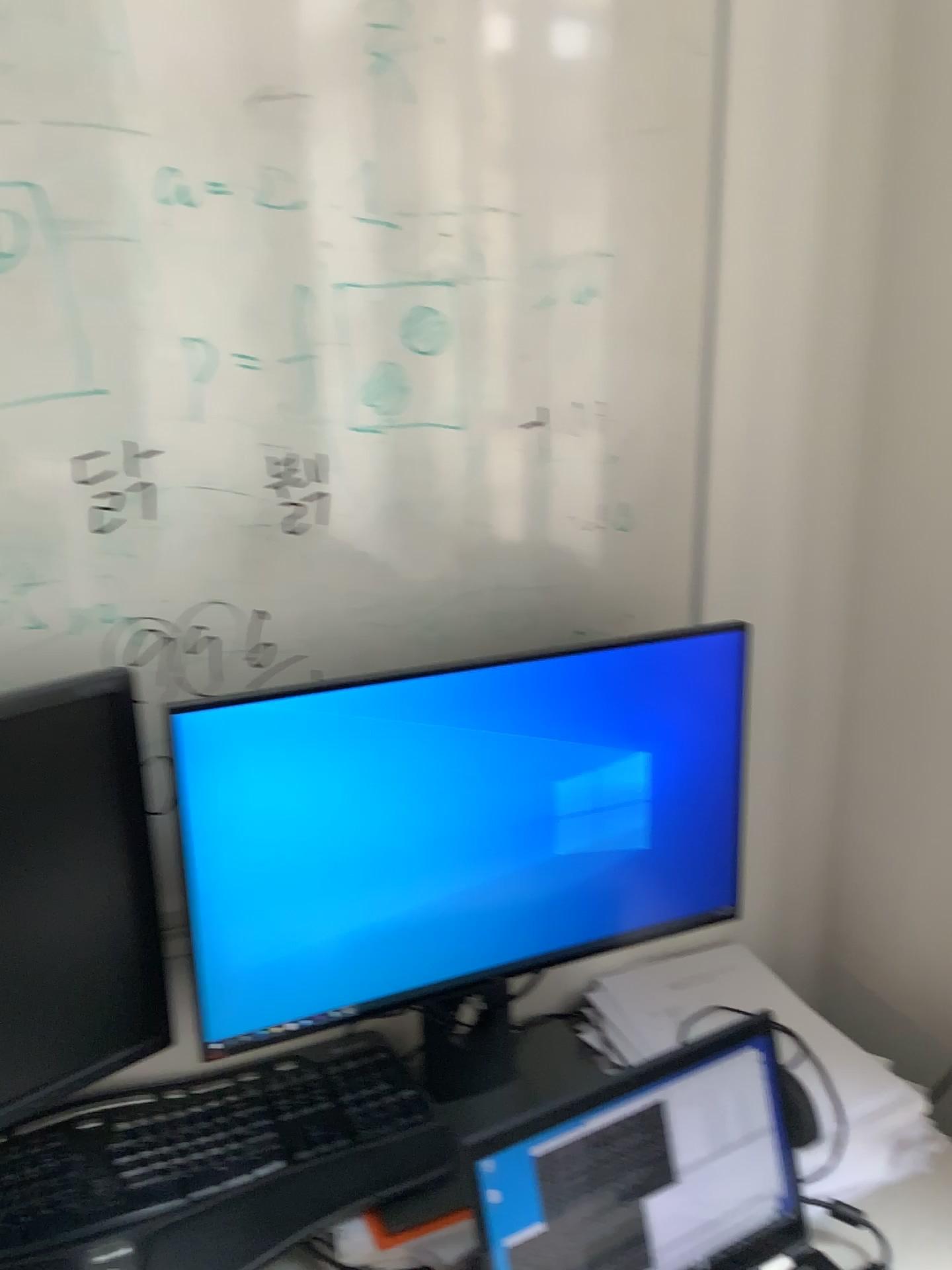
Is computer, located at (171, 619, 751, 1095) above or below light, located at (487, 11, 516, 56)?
below

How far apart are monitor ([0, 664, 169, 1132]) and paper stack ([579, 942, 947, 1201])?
0.5 meters

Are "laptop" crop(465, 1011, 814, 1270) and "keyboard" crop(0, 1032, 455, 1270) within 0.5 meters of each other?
yes

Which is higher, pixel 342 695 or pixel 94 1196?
pixel 342 695

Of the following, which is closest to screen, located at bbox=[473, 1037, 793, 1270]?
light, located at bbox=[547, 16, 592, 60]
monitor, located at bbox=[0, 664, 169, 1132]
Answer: monitor, located at bbox=[0, 664, 169, 1132]

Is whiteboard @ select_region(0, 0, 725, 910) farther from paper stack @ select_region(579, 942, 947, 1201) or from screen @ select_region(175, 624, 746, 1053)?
paper stack @ select_region(579, 942, 947, 1201)

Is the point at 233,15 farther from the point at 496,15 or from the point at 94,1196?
the point at 94,1196

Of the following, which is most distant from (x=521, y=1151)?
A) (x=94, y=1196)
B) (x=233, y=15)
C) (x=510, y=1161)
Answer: (x=233, y=15)

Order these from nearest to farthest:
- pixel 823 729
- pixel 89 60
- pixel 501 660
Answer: pixel 89 60, pixel 501 660, pixel 823 729

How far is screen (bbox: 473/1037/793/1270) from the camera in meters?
0.9
